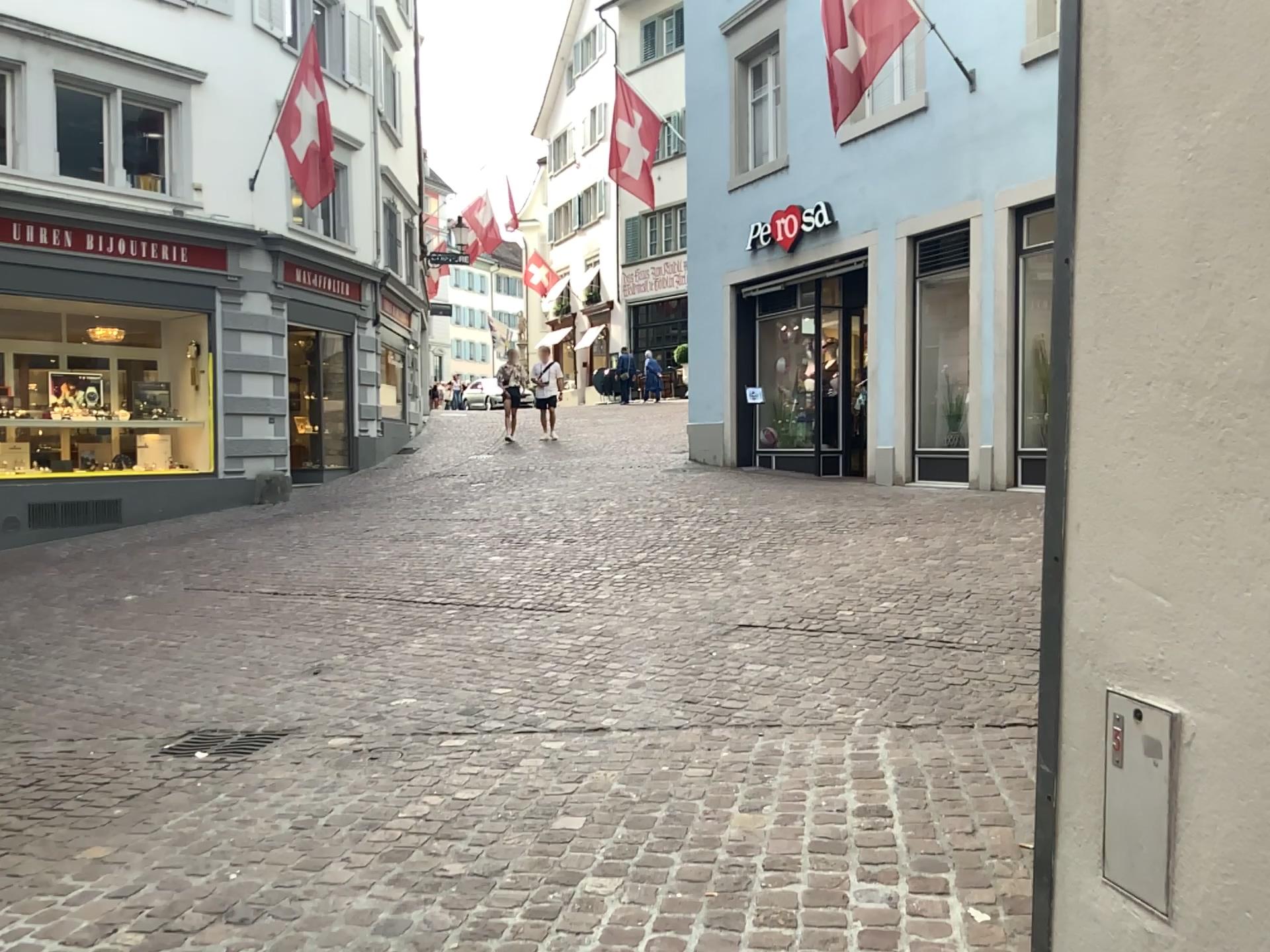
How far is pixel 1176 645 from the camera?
1.47m
